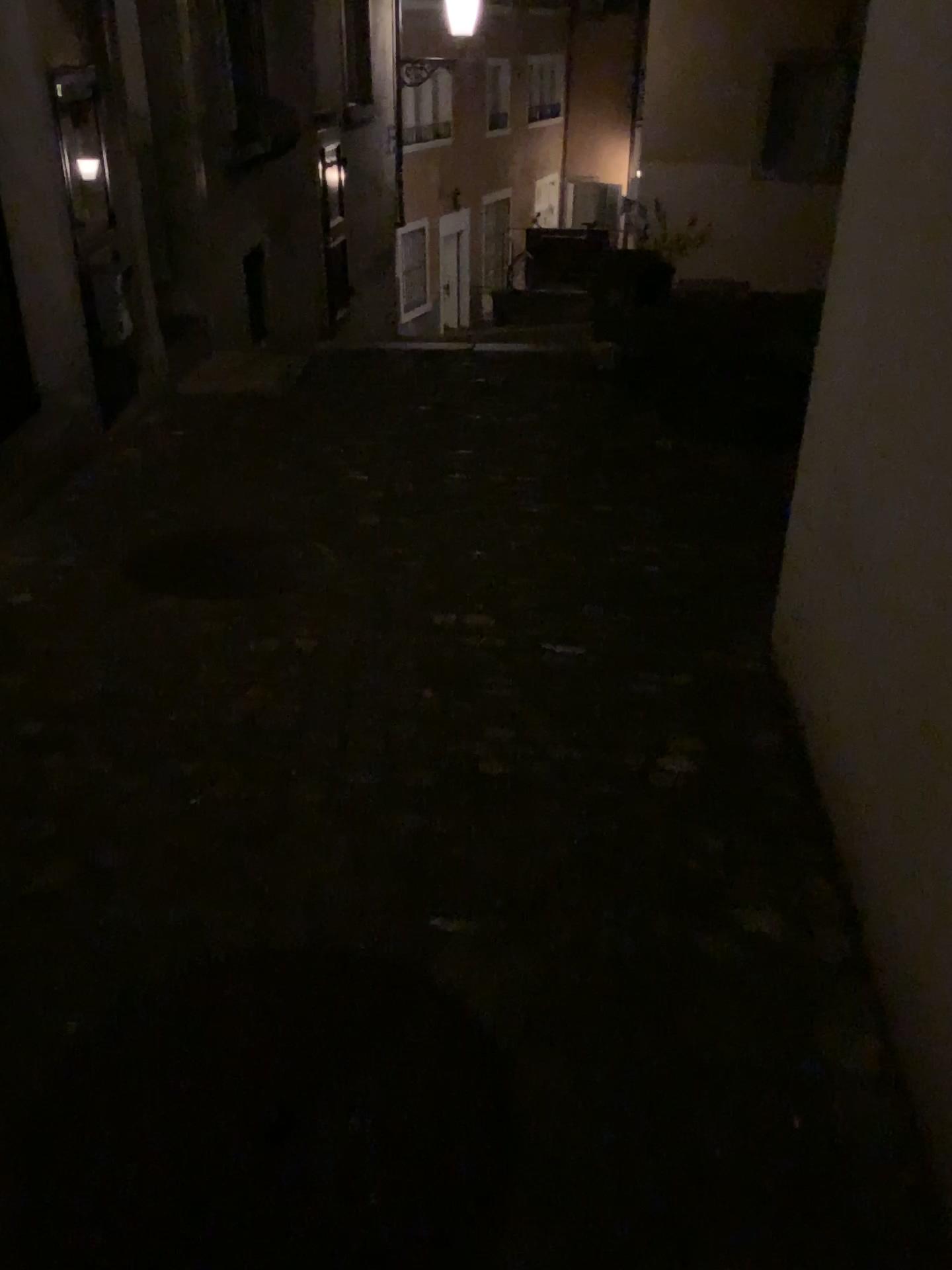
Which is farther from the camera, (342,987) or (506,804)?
(506,804)
